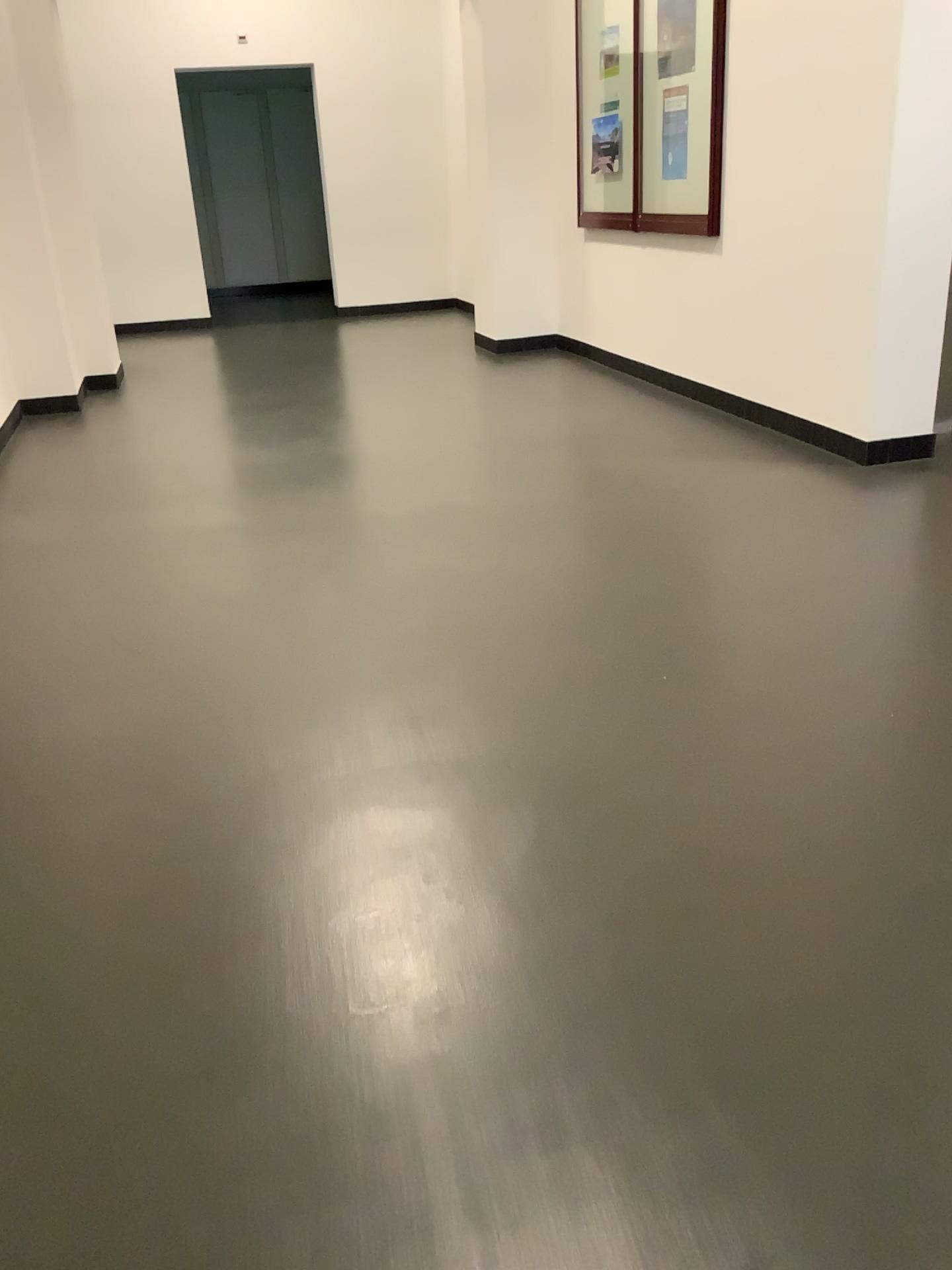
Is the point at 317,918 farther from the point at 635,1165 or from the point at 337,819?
the point at 635,1165
